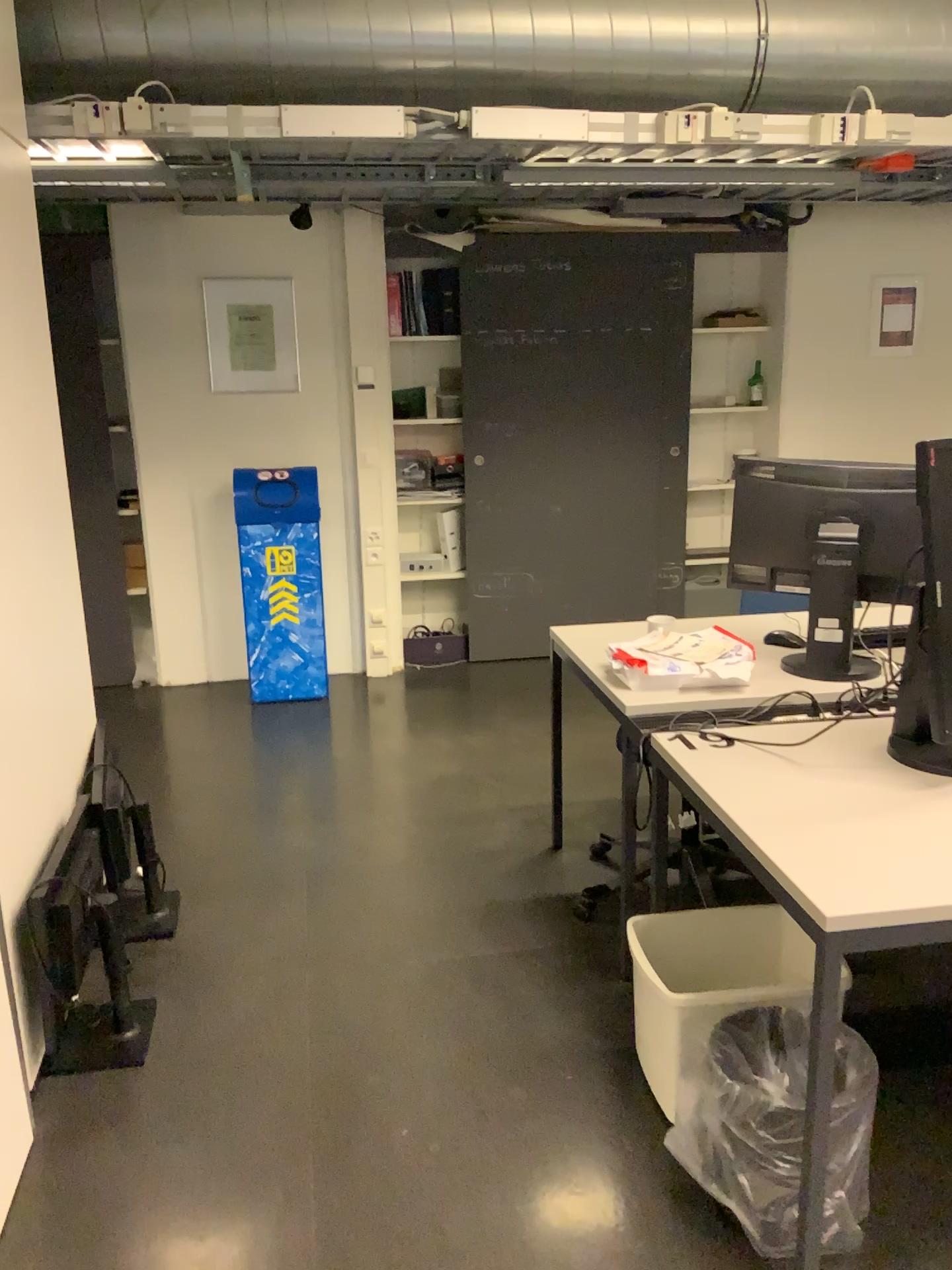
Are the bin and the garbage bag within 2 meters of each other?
yes

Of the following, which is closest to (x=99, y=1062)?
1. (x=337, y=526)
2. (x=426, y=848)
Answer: (x=426, y=848)

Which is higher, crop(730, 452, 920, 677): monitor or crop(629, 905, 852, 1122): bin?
crop(730, 452, 920, 677): monitor

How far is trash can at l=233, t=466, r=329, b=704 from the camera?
4.78m

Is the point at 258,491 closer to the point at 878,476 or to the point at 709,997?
the point at 878,476

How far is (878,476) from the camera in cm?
266

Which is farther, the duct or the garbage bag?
the duct

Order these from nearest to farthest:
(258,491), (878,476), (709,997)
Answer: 1. (709,997)
2. (878,476)
3. (258,491)

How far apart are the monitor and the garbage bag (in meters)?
1.00

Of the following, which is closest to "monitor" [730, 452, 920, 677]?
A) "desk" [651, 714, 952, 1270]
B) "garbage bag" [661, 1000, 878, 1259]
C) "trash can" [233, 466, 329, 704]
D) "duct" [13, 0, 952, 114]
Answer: "desk" [651, 714, 952, 1270]
